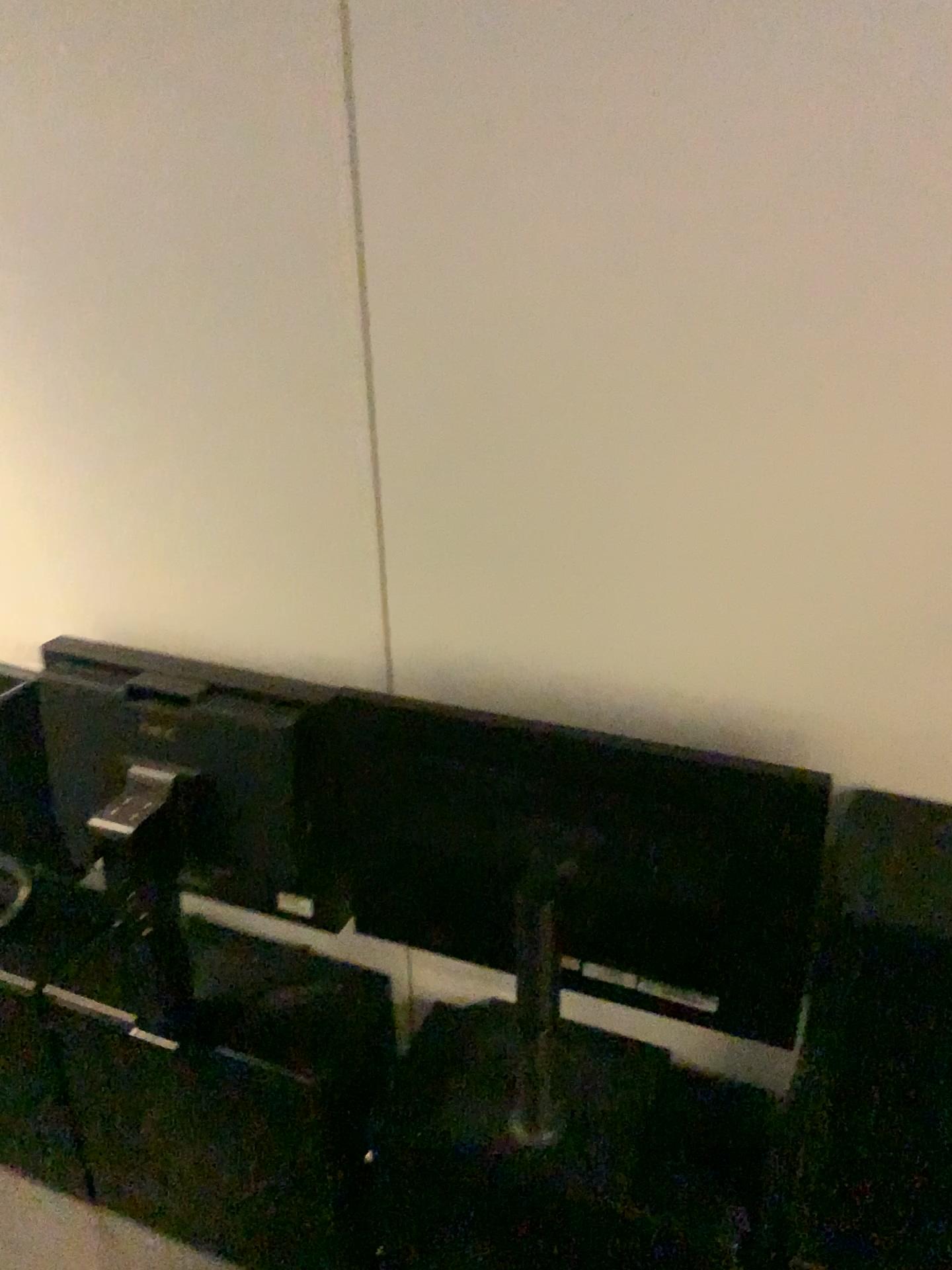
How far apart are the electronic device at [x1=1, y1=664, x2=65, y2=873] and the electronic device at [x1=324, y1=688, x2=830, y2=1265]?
0.50m

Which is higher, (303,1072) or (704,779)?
(704,779)

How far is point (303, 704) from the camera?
1.3m

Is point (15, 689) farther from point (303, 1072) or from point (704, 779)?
point (704, 779)

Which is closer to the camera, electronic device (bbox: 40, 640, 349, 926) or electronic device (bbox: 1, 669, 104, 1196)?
electronic device (bbox: 40, 640, 349, 926)

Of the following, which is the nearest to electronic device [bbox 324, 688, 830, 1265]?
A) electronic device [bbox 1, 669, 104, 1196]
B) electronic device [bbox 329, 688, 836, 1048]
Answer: electronic device [bbox 329, 688, 836, 1048]

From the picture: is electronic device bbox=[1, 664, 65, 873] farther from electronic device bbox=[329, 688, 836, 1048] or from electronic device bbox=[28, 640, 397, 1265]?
electronic device bbox=[329, 688, 836, 1048]

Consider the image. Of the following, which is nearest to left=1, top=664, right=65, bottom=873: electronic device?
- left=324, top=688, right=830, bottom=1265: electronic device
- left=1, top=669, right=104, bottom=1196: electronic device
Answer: left=1, top=669, right=104, bottom=1196: electronic device

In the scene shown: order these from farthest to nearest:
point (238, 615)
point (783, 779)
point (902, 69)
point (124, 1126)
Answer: point (124, 1126)
point (238, 615)
point (783, 779)
point (902, 69)

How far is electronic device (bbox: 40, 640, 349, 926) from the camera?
1.3m
